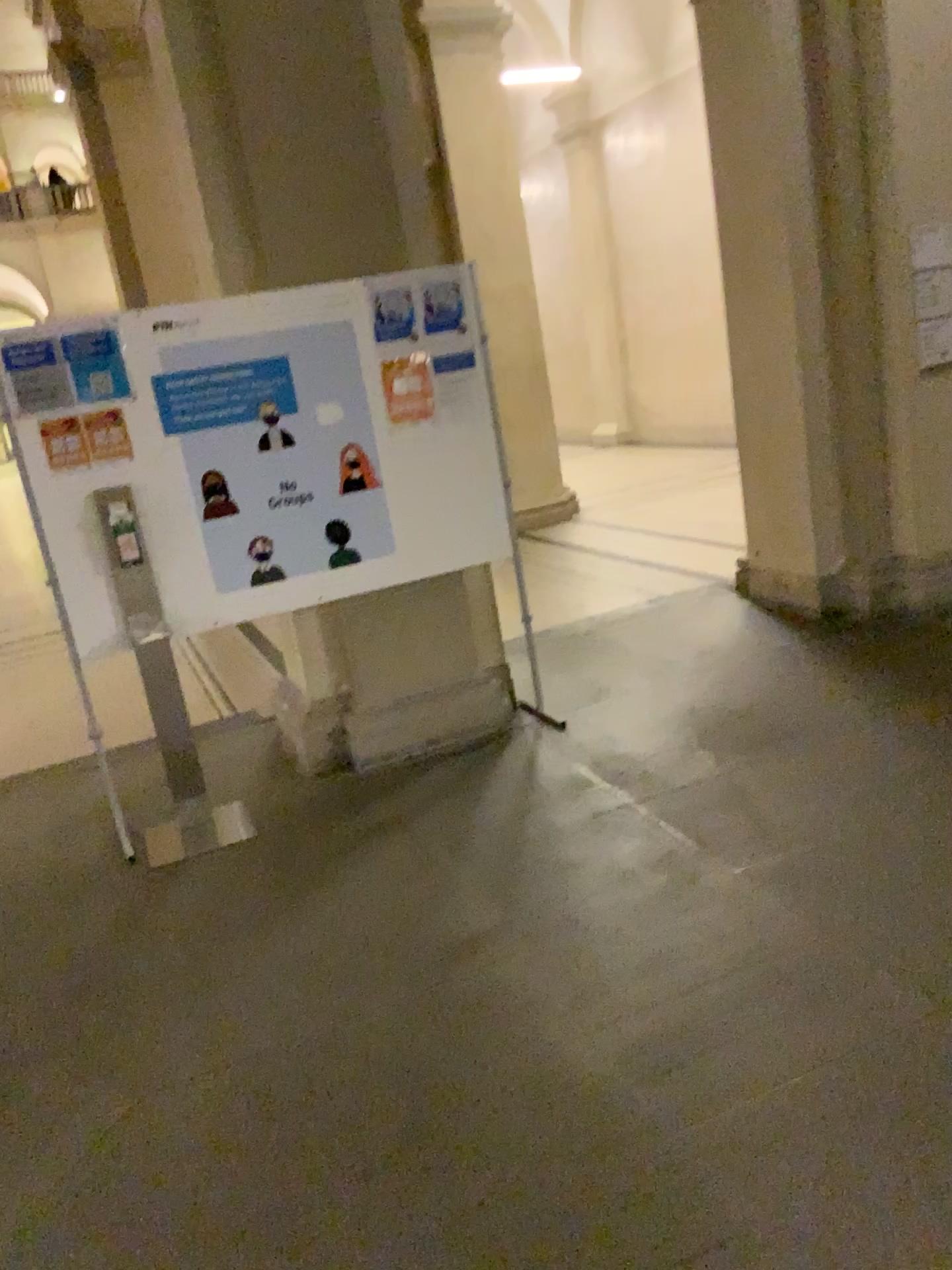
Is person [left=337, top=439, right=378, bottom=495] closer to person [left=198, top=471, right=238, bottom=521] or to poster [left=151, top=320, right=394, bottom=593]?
poster [left=151, top=320, right=394, bottom=593]

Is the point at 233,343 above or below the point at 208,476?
above

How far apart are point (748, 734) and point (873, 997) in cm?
169

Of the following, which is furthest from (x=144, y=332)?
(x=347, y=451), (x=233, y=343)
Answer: (x=347, y=451)

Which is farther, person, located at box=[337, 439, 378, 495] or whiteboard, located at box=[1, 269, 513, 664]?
person, located at box=[337, 439, 378, 495]

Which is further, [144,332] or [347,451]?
[347,451]

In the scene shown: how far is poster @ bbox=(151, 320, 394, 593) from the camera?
3.91m

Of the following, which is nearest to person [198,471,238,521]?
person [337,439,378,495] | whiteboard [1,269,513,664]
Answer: whiteboard [1,269,513,664]

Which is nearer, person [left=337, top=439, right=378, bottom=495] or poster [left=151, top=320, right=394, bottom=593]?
poster [left=151, top=320, right=394, bottom=593]
